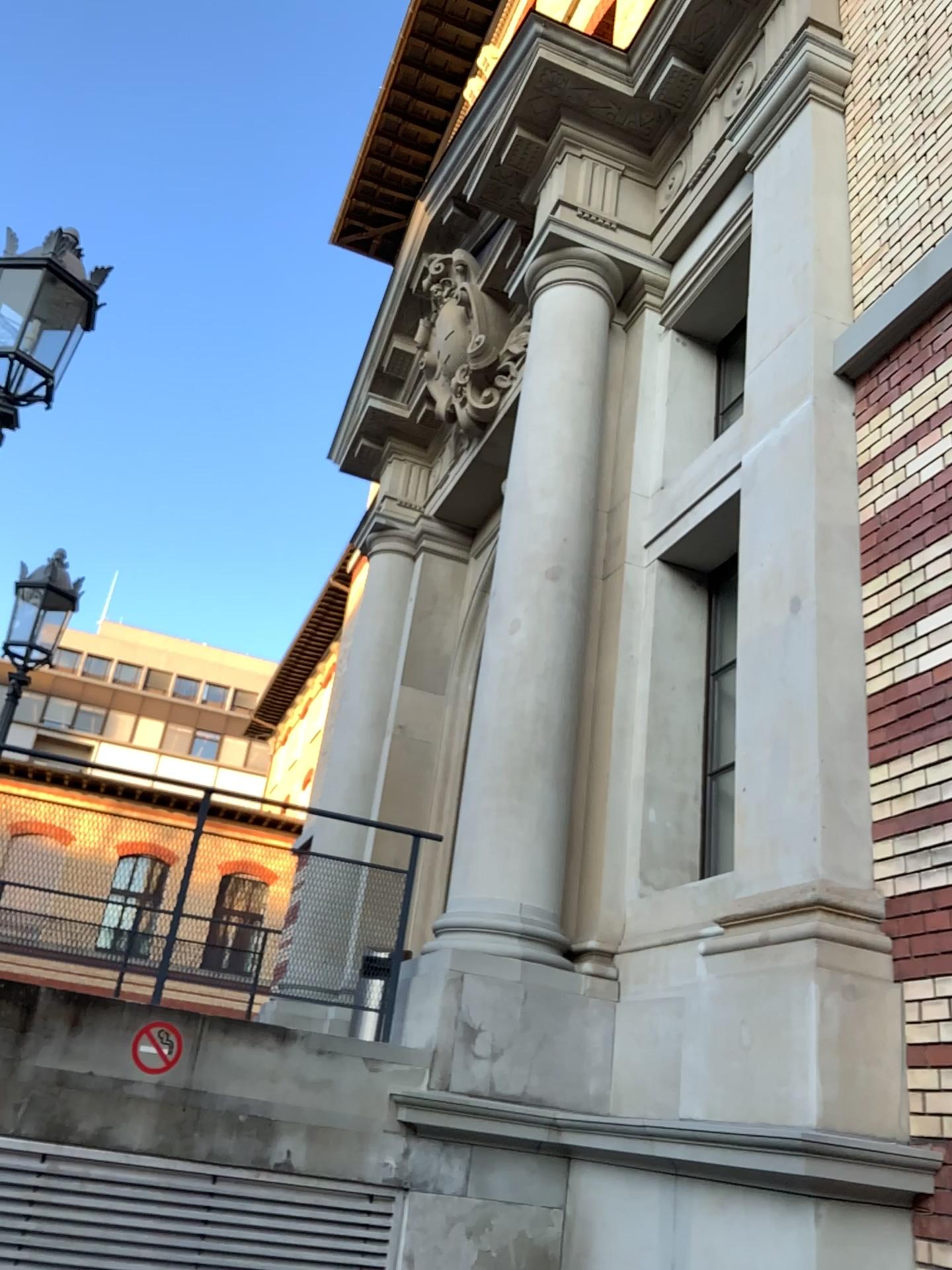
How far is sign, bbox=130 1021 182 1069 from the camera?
4.2m

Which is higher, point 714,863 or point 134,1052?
point 714,863

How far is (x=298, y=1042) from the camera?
4.49m

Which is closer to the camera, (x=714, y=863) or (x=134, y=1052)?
(x=134, y=1052)

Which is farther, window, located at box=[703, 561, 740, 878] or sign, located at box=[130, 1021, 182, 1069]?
window, located at box=[703, 561, 740, 878]

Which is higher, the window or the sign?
the window

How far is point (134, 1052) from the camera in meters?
4.2
